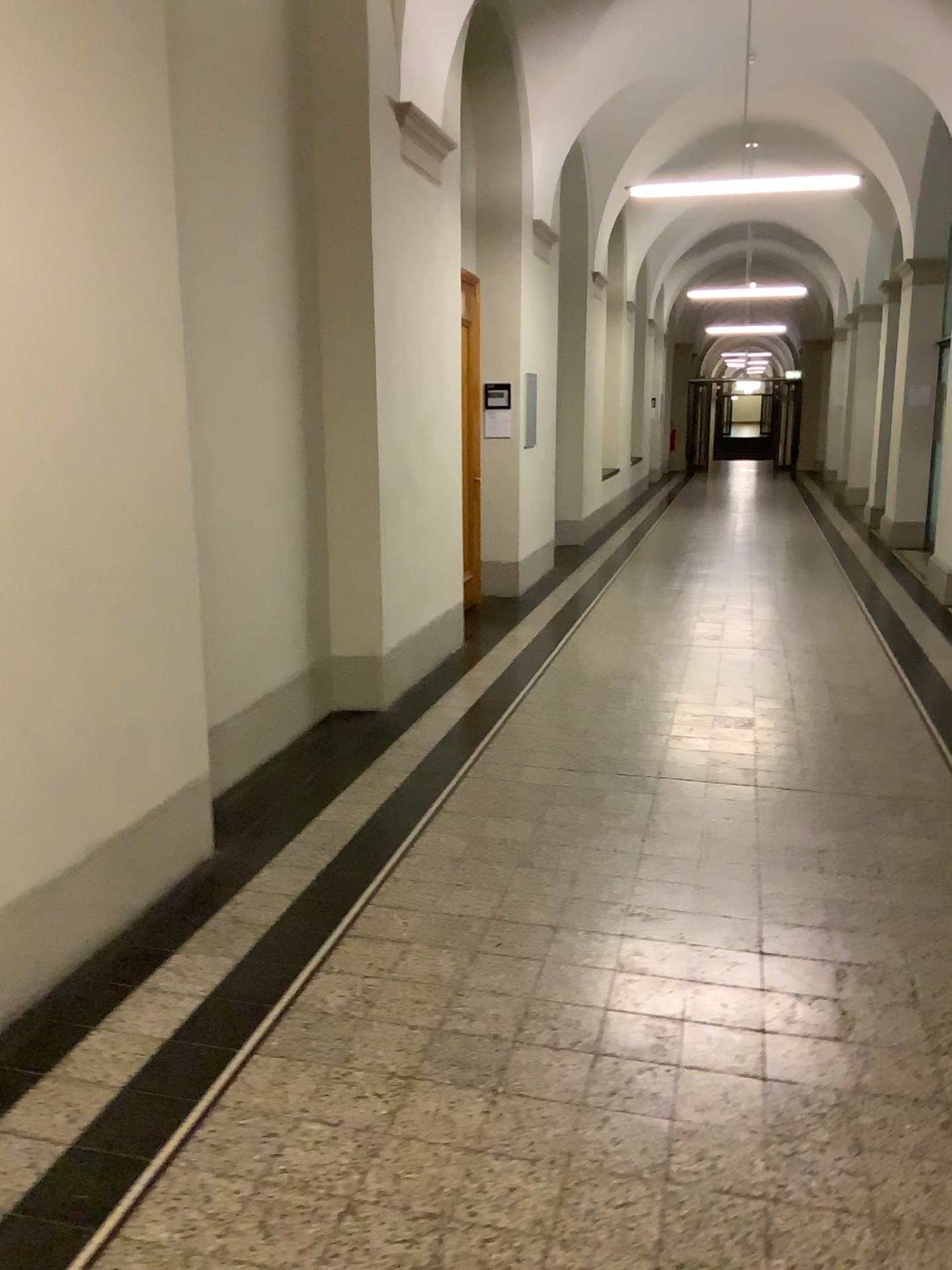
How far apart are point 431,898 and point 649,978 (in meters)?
0.79
